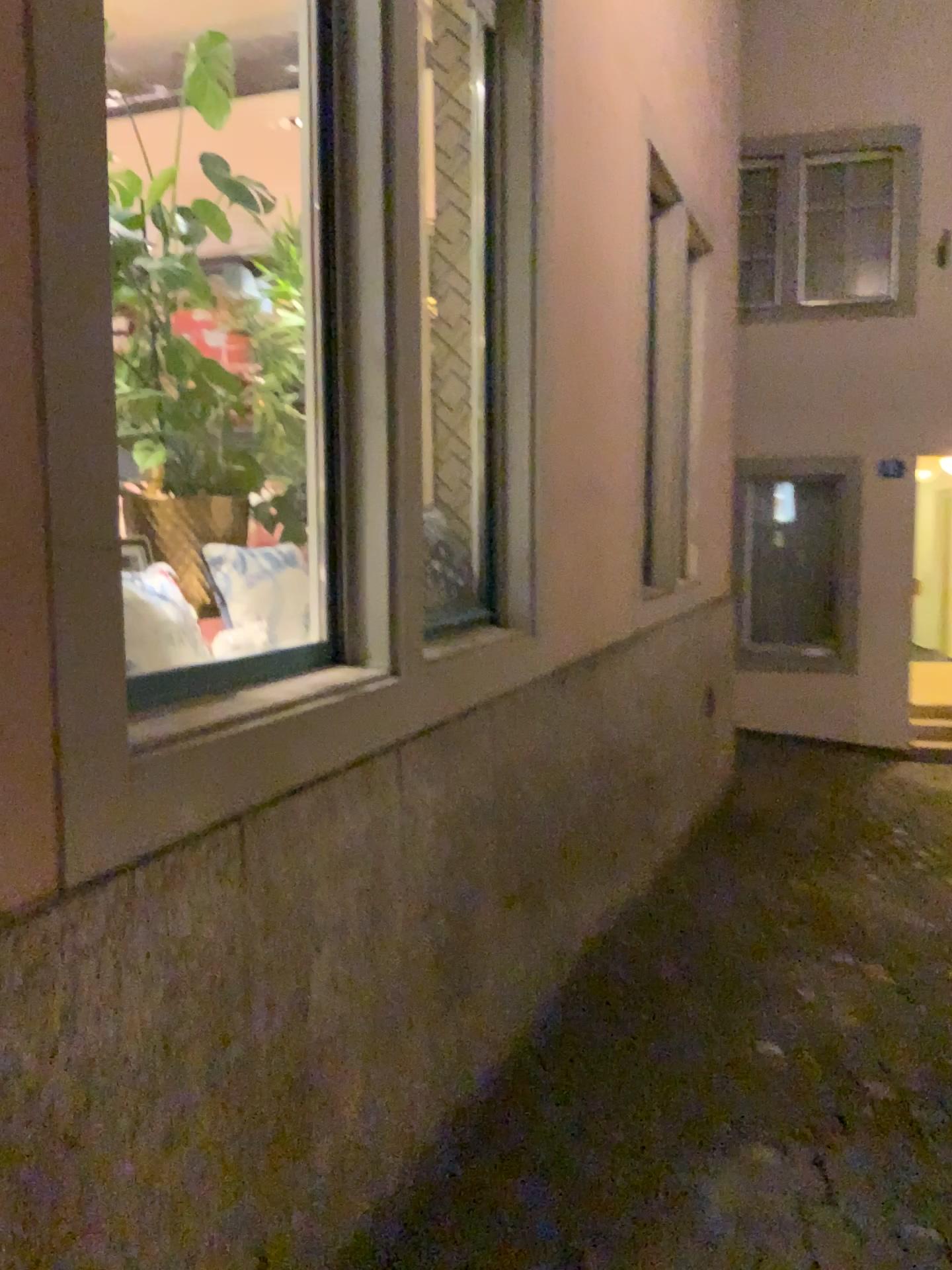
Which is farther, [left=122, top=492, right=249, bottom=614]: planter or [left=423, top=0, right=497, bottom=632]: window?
[left=423, top=0, right=497, bottom=632]: window

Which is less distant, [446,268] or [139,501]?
[139,501]

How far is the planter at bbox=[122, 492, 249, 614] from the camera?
2.30m

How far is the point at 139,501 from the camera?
2.30m

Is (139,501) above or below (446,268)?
below

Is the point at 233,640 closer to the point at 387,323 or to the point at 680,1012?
the point at 387,323
